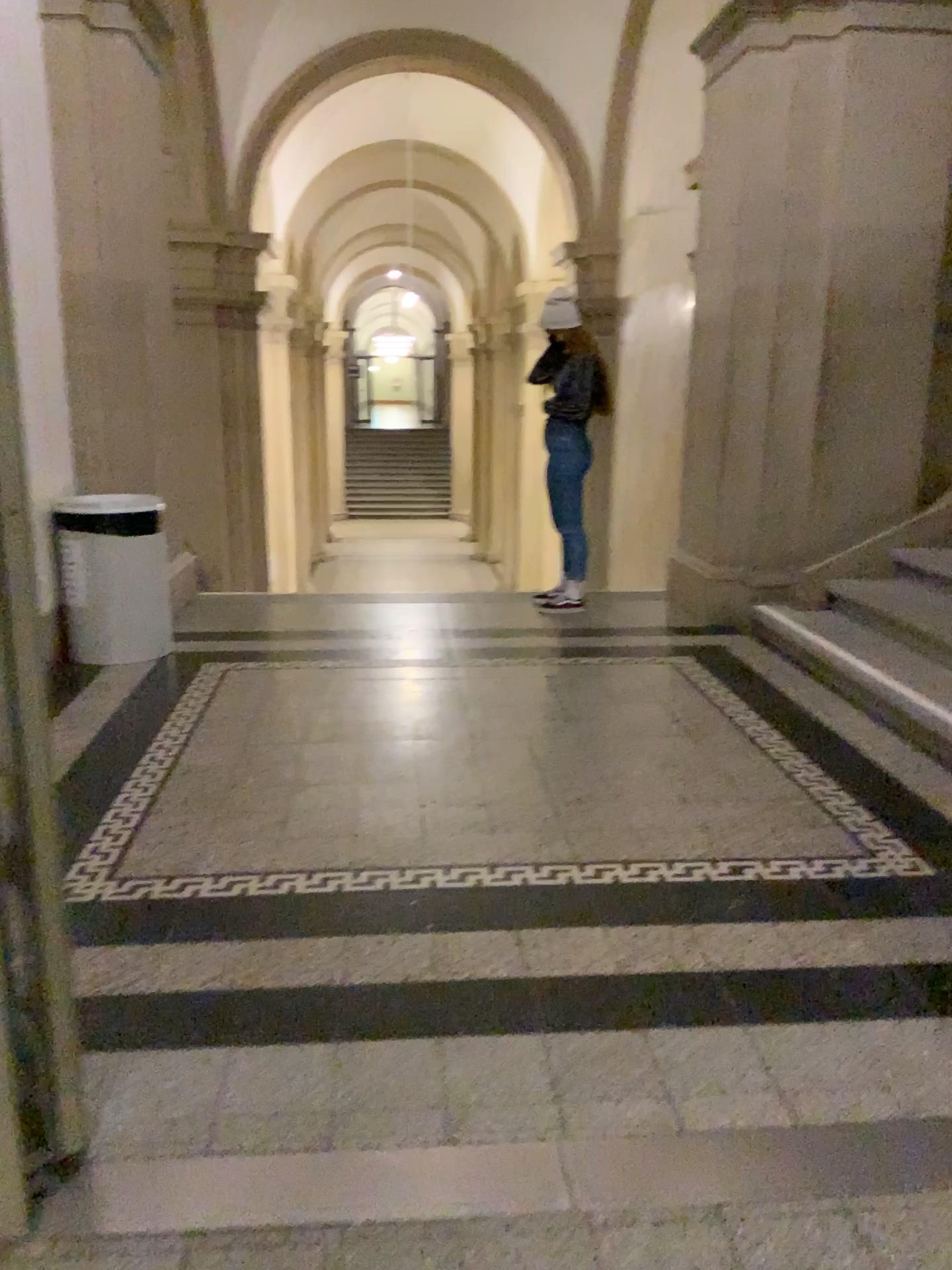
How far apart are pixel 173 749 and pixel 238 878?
1.0m

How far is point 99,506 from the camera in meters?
4.6 m

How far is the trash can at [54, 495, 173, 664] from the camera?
4.6 meters
